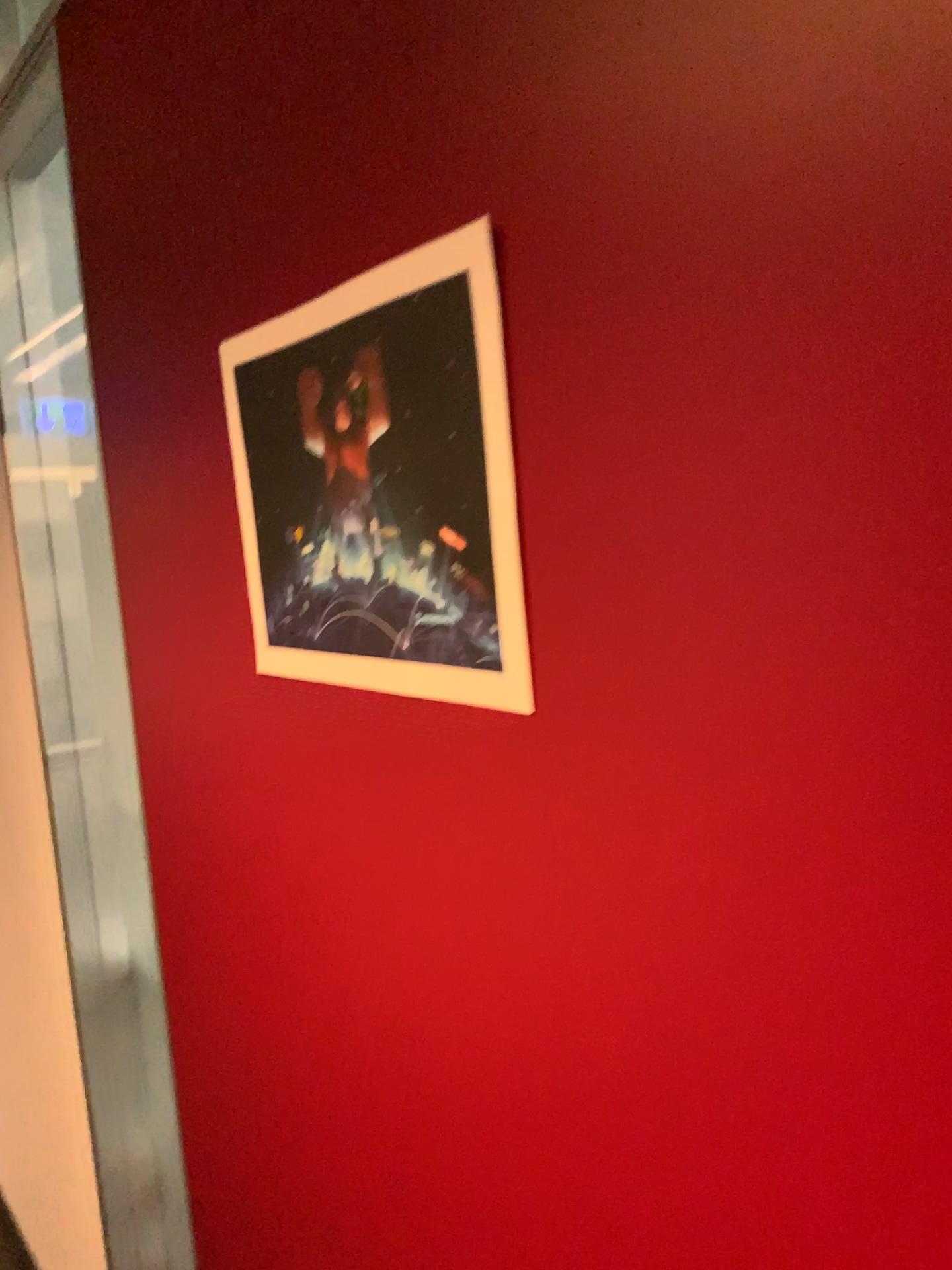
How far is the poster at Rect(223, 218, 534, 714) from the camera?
0.6m

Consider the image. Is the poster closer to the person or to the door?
the person

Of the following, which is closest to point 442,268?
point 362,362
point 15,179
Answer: point 362,362

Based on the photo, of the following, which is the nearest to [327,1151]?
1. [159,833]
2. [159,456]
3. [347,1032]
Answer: [347,1032]

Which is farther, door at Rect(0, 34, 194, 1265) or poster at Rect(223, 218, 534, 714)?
door at Rect(0, 34, 194, 1265)

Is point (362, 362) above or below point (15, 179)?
below

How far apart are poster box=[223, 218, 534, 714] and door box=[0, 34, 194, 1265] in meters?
0.6

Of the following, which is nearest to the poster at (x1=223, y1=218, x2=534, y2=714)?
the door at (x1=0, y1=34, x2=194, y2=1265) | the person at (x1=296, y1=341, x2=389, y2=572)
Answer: the person at (x1=296, y1=341, x2=389, y2=572)

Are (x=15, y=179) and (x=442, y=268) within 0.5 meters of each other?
no
